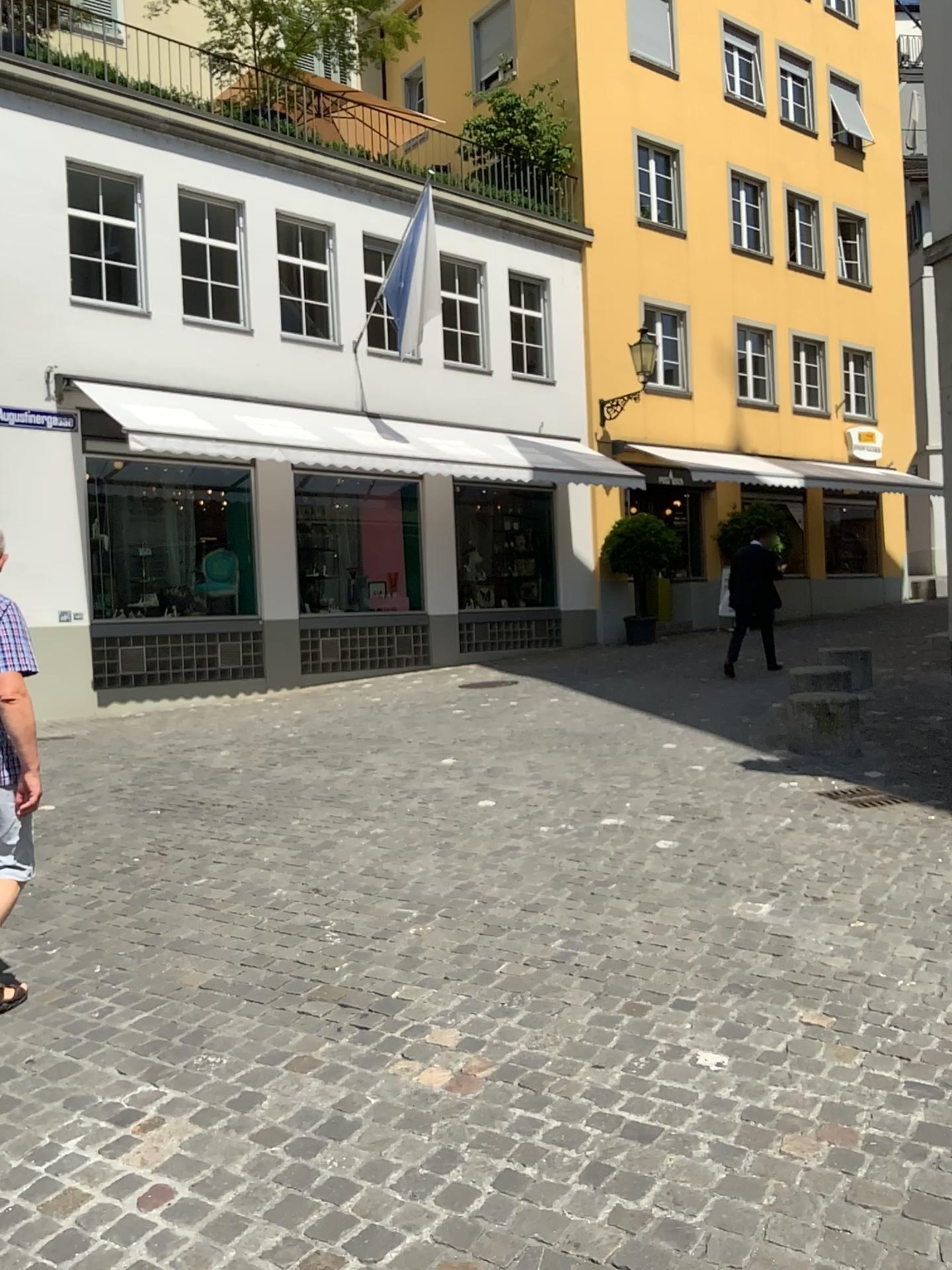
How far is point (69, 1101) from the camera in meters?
2.9 m
